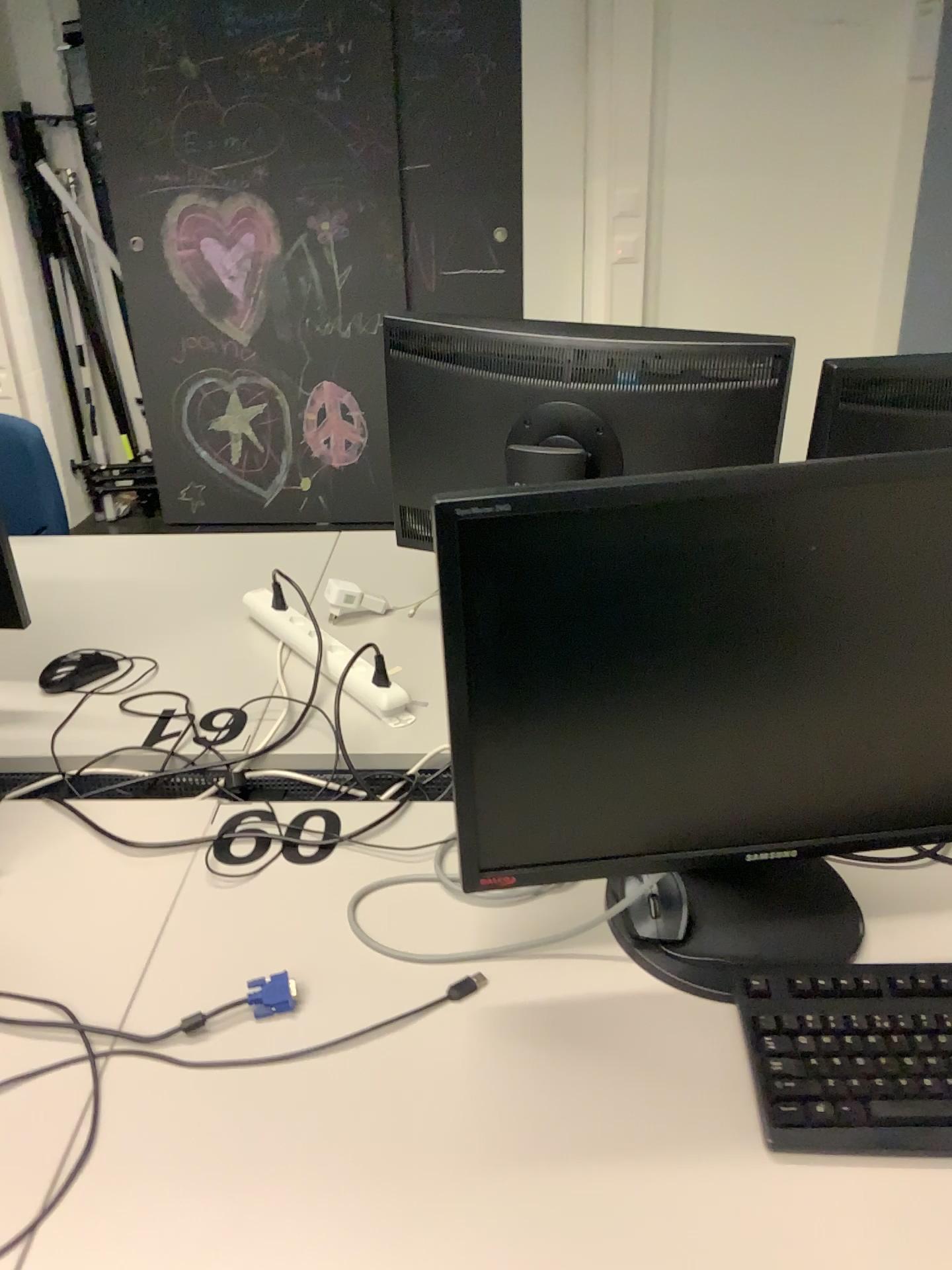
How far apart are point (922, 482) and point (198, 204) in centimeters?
344cm

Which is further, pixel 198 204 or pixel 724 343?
pixel 198 204

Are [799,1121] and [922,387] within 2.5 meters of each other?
yes

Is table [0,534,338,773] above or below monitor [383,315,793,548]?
below

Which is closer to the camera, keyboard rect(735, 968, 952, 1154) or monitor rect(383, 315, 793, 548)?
keyboard rect(735, 968, 952, 1154)

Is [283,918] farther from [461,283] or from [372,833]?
[461,283]

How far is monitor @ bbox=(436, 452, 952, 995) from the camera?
0.8 meters

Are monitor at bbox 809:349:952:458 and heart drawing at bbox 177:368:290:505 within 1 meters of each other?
no

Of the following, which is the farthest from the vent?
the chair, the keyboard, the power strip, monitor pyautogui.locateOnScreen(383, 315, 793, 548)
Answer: the chair

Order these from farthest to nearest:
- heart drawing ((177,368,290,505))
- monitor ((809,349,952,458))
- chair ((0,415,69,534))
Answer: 1. heart drawing ((177,368,290,505))
2. chair ((0,415,69,534))
3. monitor ((809,349,952,458))
